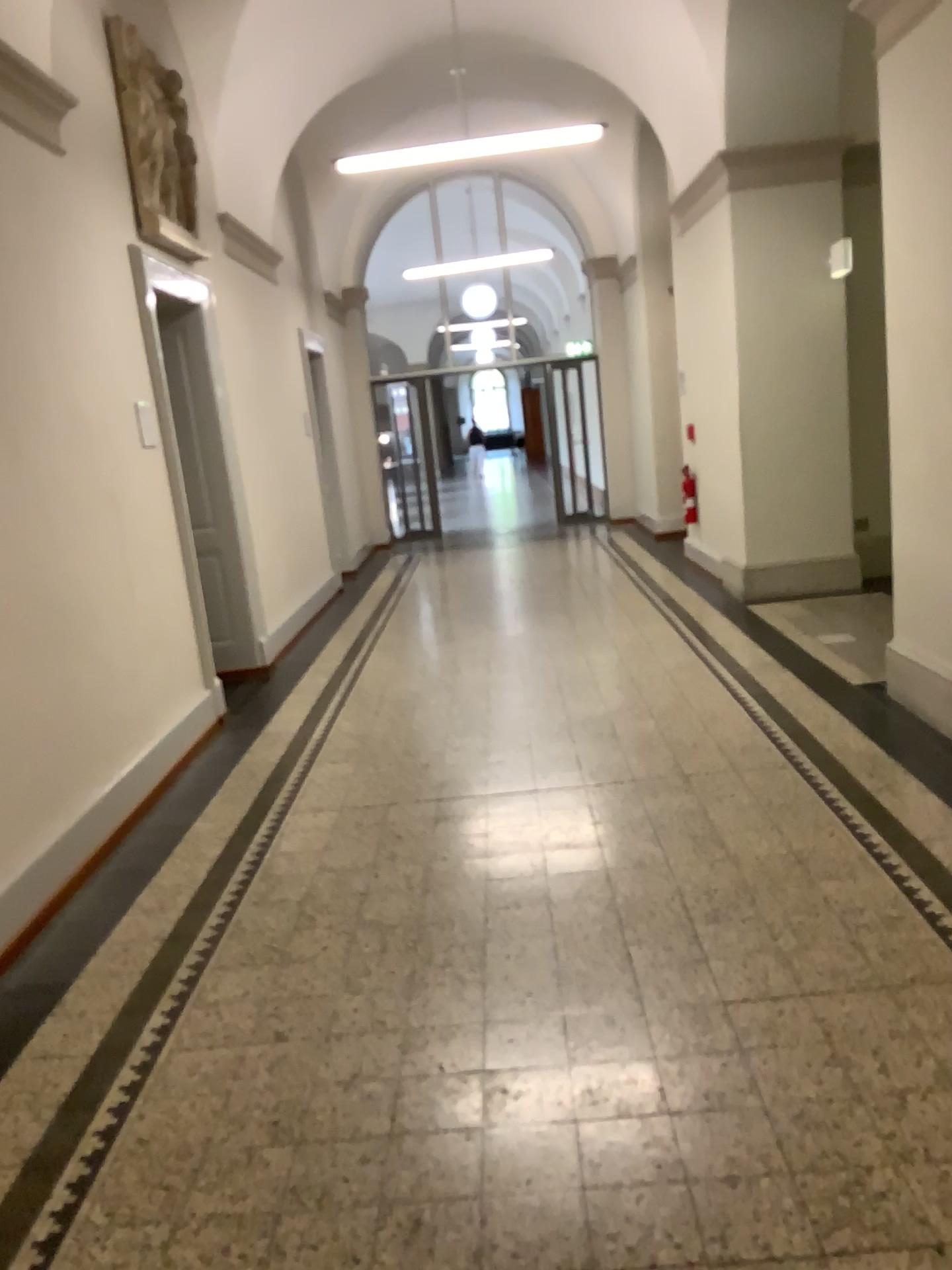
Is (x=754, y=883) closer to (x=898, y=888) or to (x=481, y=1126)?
(x=898, y=888)
